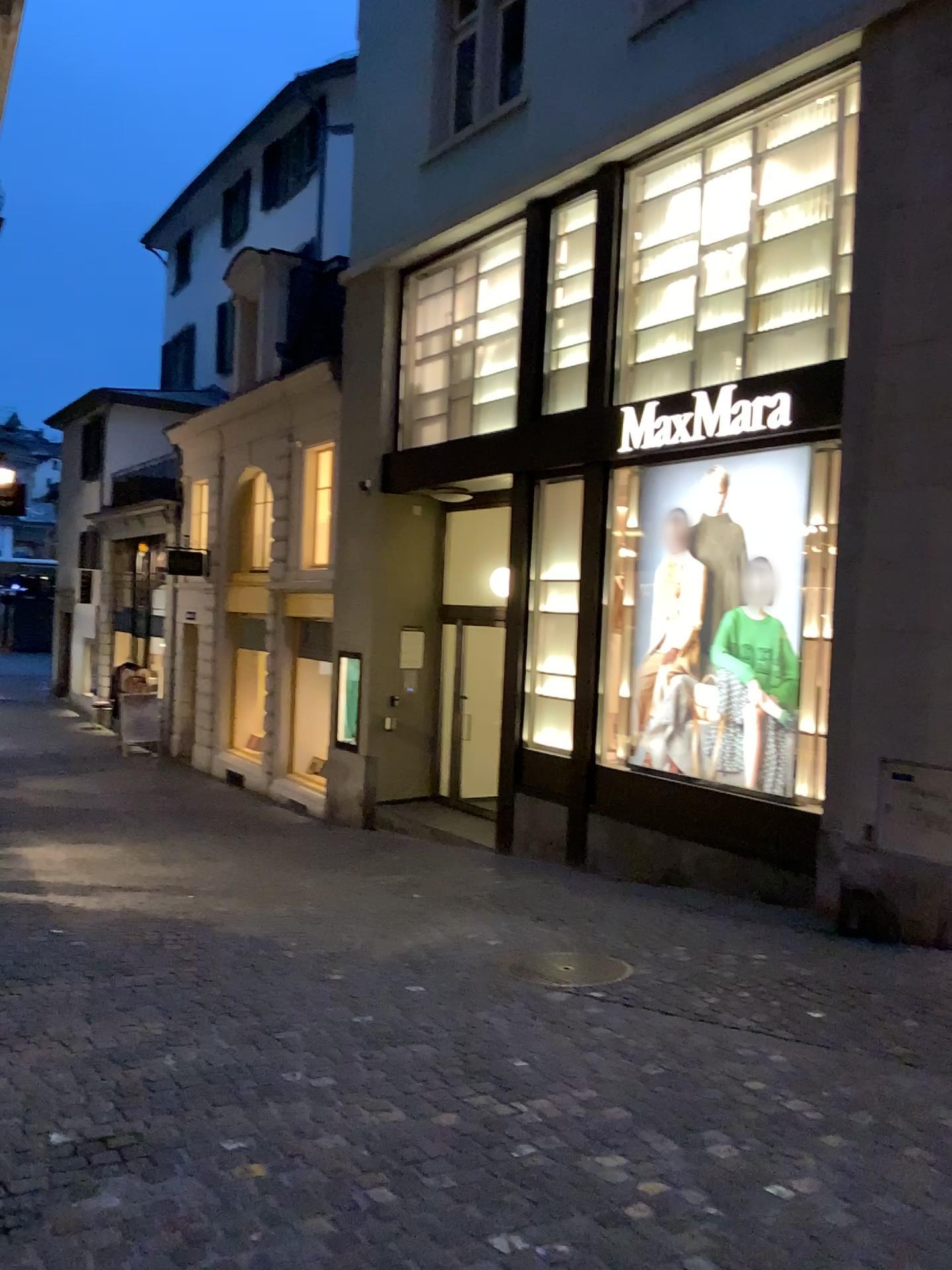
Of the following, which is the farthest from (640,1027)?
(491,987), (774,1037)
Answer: (491,987)
